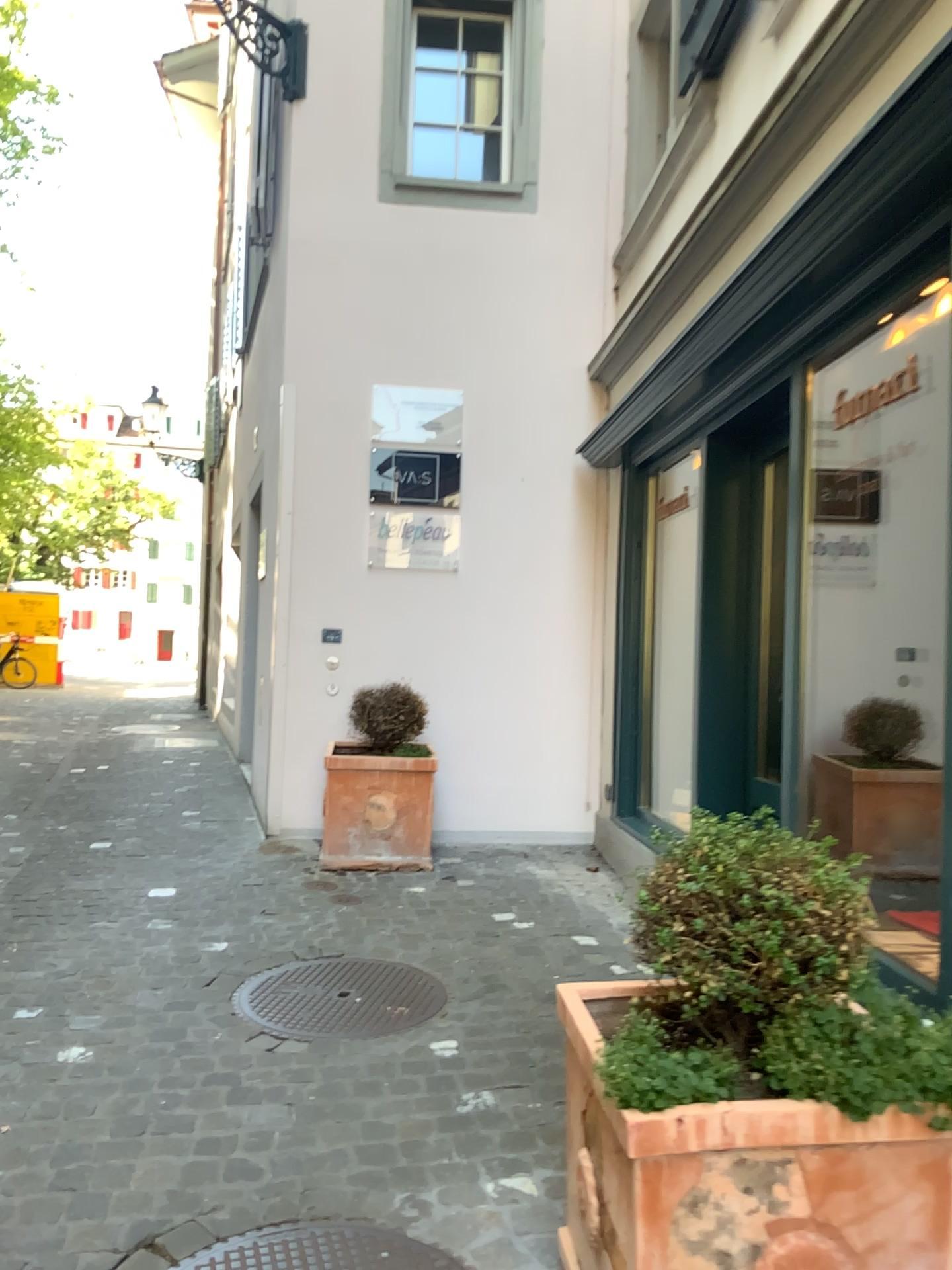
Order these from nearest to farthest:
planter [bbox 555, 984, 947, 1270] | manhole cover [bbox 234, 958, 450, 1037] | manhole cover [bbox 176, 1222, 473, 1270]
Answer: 1. planter [bbox 555, 984, 947, 1270]
2. manhole cover [bbox 176, 1222, 473, 1270]
3. manhole cover [bbox 234, 958, 450, 1037]

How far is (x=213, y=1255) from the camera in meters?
2.1

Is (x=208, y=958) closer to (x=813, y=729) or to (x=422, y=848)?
(x=422, y=848)

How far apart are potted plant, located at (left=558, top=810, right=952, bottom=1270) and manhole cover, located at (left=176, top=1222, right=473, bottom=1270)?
0.4m

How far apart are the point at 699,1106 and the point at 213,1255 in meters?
1.1

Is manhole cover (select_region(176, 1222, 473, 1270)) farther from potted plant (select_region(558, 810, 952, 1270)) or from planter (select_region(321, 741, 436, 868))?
planter (select_region(321, 741, 436, 868))

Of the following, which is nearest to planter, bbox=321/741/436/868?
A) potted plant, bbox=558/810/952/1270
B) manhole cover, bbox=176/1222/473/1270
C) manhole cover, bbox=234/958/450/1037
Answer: manhole cover, bbox=234/958/450/1037

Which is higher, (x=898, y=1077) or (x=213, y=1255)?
(x=898, y=1077)

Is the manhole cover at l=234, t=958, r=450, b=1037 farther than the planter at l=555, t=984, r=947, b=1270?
Yes

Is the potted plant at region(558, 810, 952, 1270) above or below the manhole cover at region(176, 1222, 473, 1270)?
above
